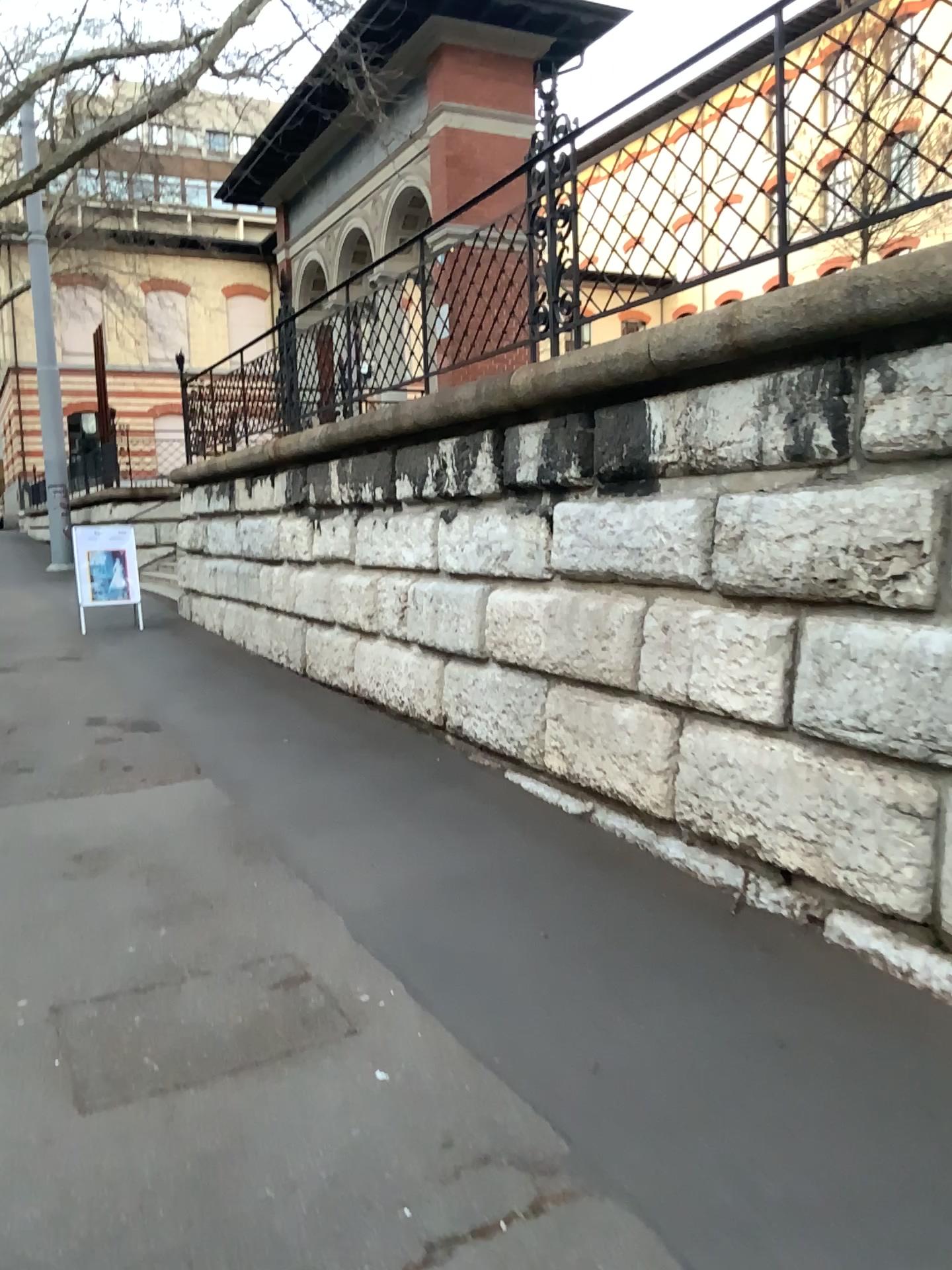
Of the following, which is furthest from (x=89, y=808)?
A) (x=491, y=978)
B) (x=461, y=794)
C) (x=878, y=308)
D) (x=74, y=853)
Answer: (x=878, y=308)
